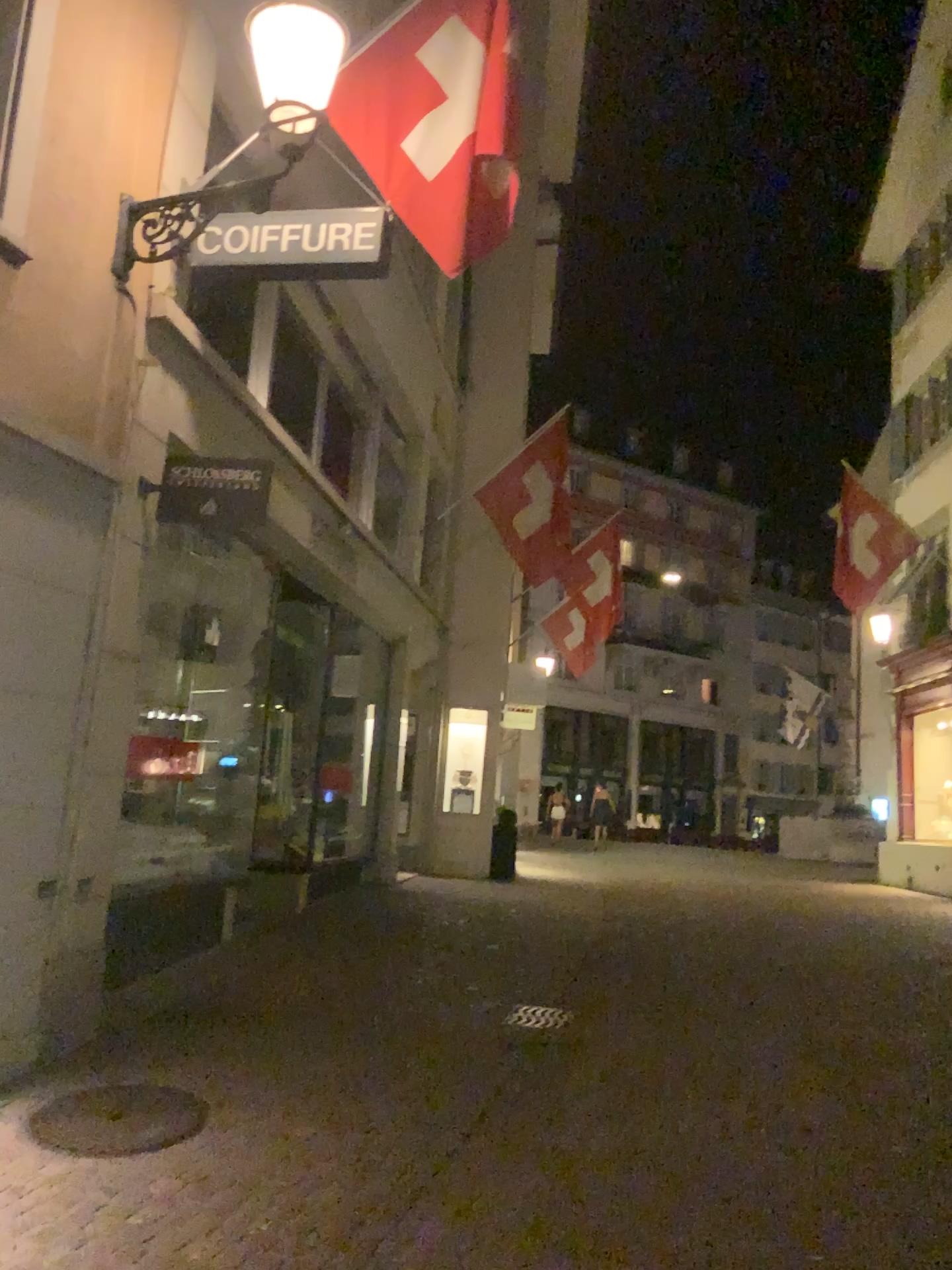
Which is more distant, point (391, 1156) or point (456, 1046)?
point (456, 1046)
